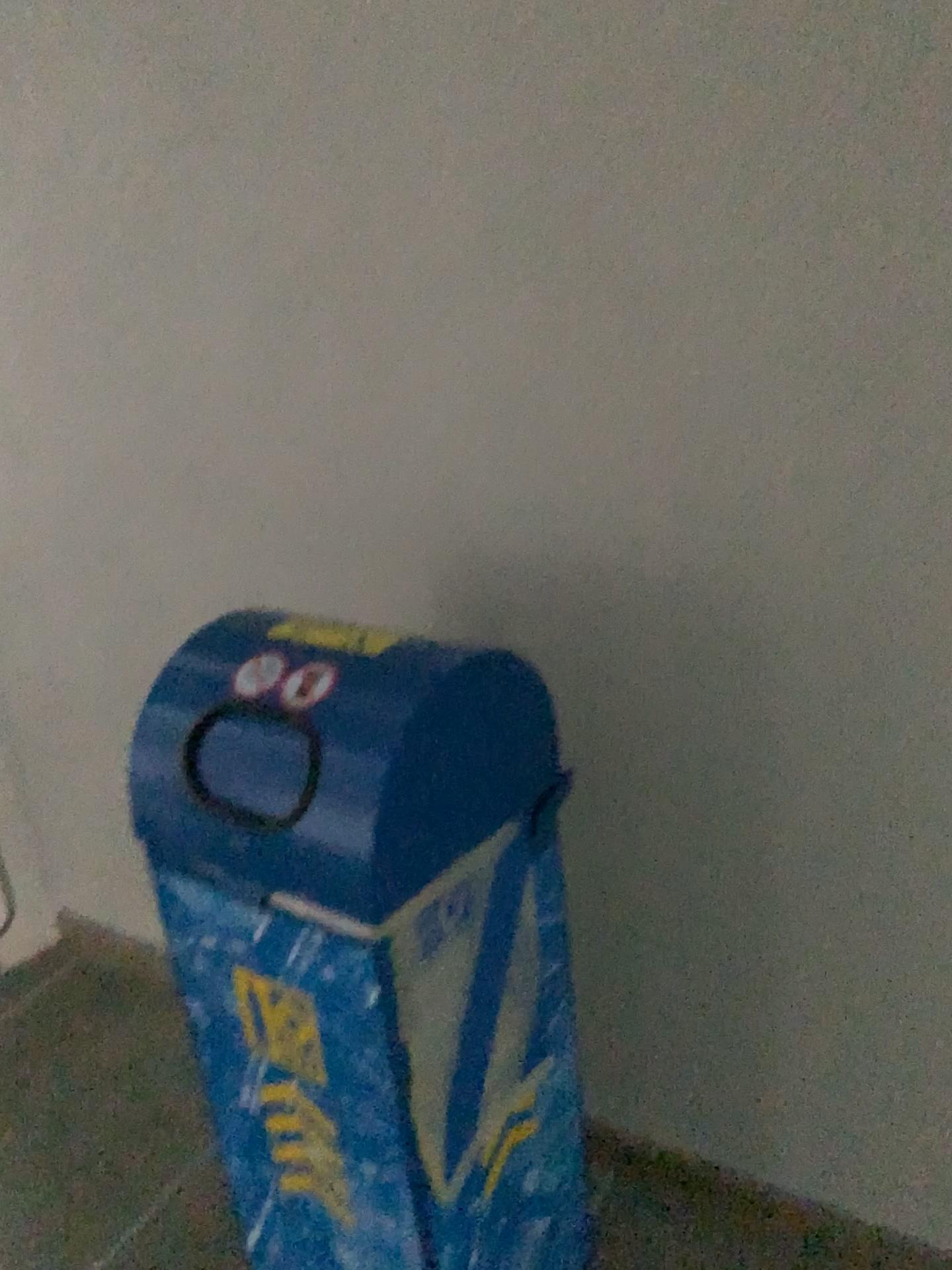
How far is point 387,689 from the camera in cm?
111

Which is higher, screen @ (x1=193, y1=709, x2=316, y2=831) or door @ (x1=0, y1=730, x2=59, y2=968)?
screen @ (x1=193, y1=709, x2=316, y2=831)

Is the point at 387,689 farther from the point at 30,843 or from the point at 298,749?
the point at 30,843

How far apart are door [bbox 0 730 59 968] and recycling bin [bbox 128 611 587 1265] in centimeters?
137cm

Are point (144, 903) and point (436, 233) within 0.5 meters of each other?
no

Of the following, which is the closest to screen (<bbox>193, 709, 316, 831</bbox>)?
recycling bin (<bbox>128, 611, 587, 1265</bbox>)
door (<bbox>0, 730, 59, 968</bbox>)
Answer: recycling bin (<bbox>128, 611, 587, 1265</bbox>)

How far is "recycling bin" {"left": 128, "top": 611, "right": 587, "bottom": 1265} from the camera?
1.1 meters

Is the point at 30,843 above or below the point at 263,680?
below

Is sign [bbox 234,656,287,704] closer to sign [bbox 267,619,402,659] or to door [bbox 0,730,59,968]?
sign [bbox 267,619,402,659]

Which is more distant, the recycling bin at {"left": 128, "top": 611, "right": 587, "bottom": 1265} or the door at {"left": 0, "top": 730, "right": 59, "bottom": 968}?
the door at {"left": 0, "top": 730, "right": 59, "bottom": 968}
